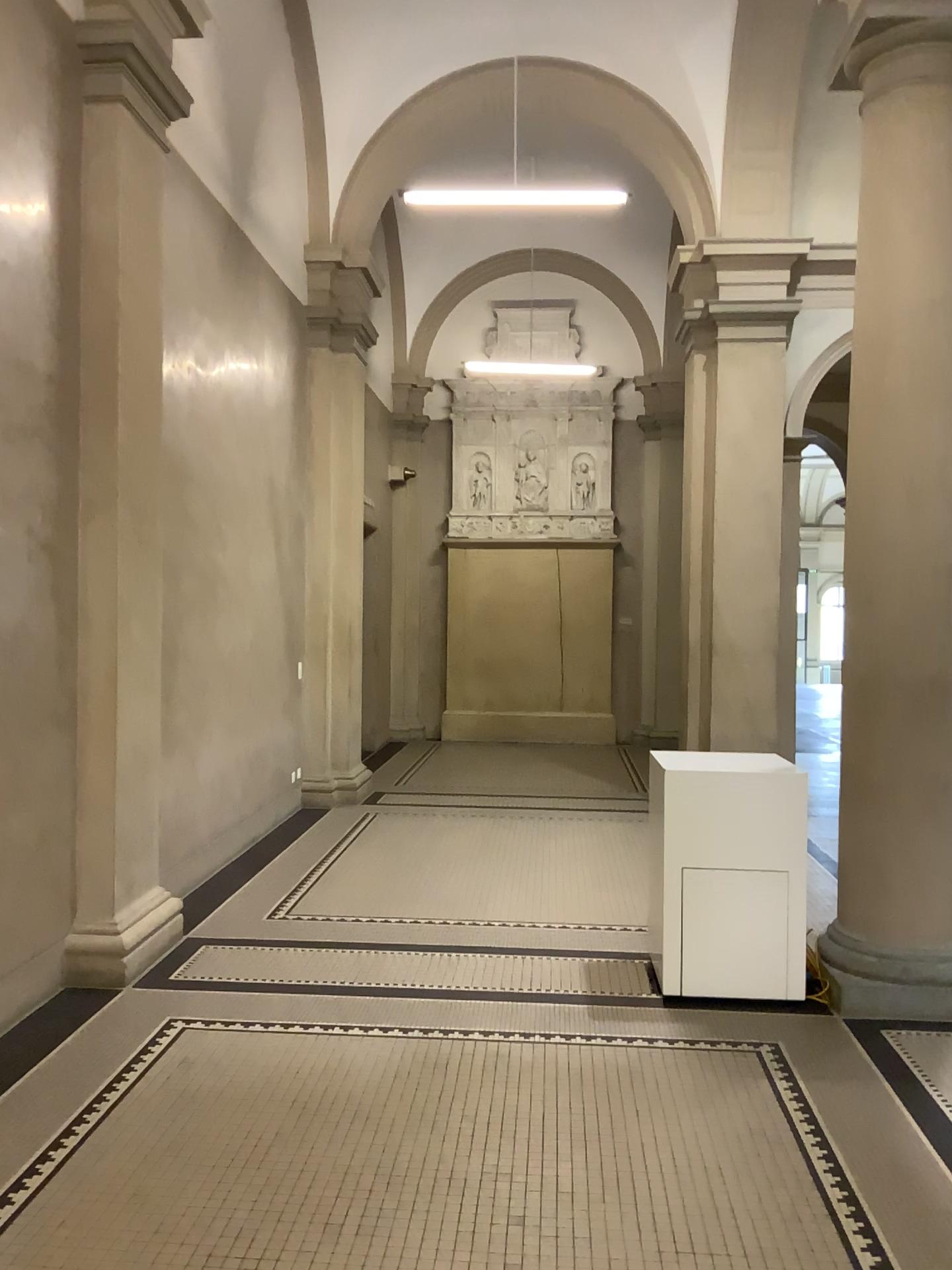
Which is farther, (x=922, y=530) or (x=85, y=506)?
(x=85, y=506)

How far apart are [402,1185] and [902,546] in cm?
311

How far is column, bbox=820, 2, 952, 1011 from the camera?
4.32m

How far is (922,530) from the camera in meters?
4.3

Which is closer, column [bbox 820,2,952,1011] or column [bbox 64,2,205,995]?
column [bbox 820,2,952,1011]
